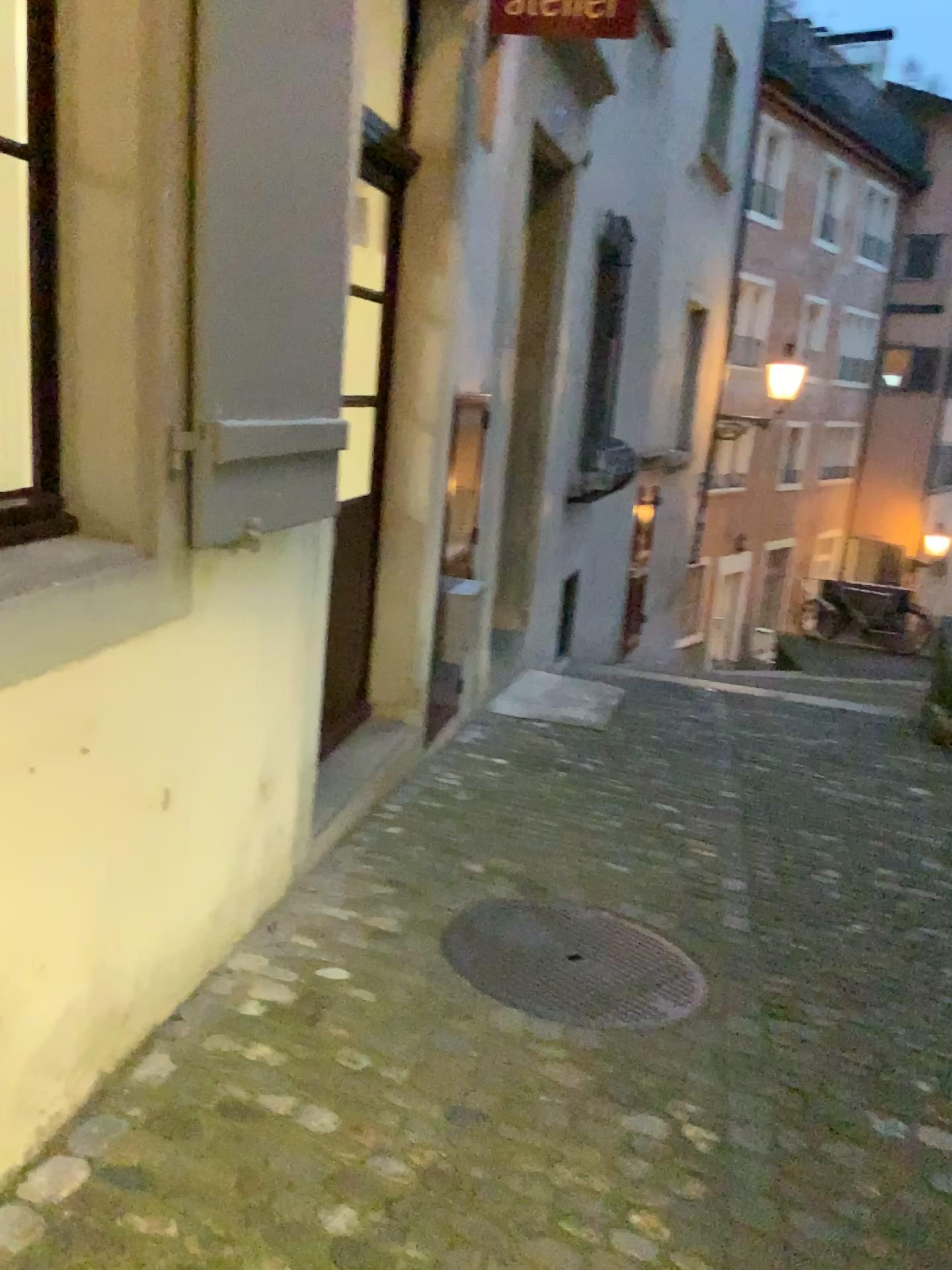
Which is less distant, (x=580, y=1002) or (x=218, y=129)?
(x=218, y=129)

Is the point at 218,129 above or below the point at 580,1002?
above

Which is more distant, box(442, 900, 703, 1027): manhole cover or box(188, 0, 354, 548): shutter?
box(442, 900, 703, 1027): manhole cover

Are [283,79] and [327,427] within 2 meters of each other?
yes

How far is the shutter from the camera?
1.9 meters

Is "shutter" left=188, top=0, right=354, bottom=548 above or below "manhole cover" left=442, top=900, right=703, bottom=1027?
above

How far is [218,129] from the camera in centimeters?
195cm
